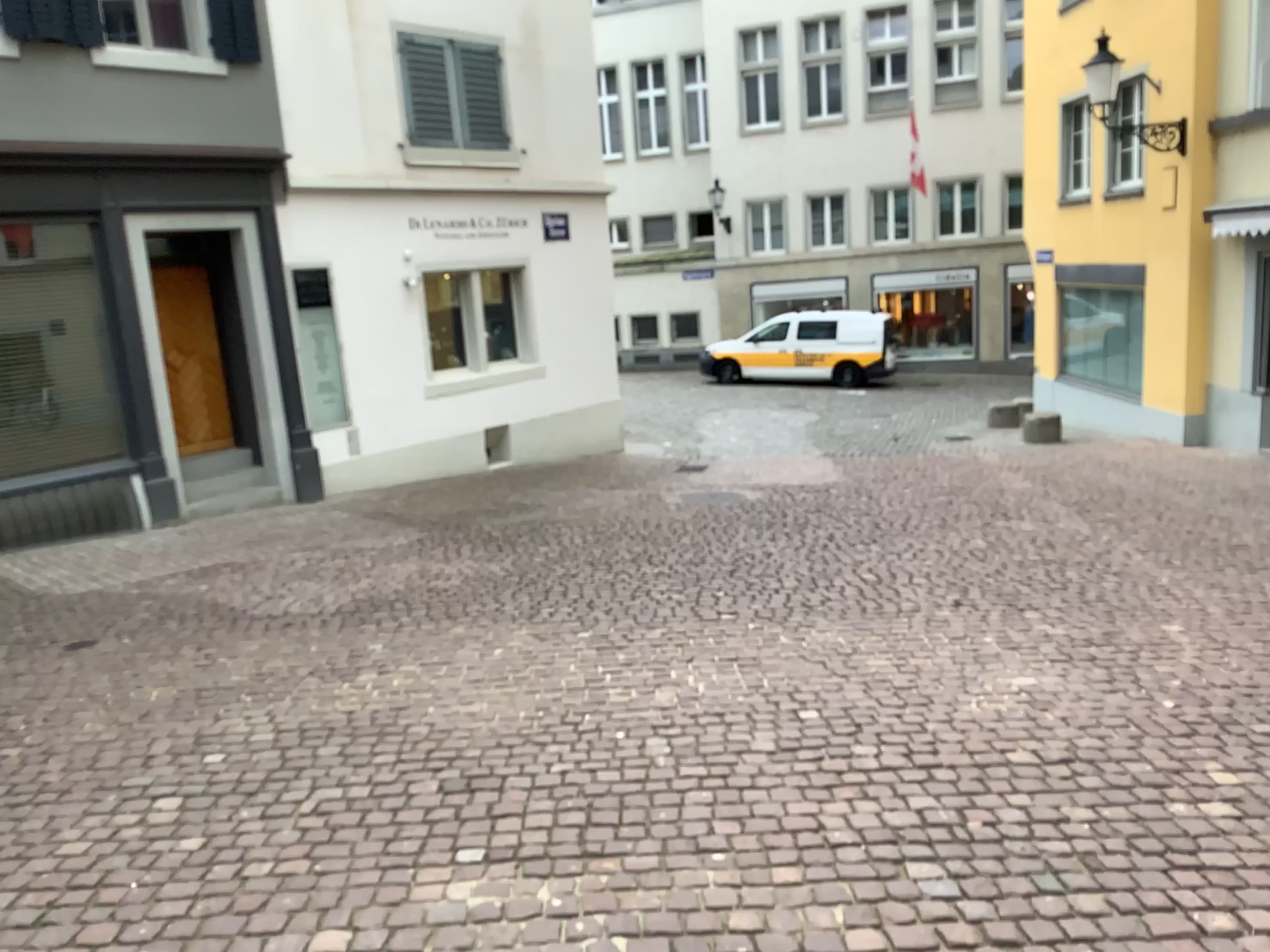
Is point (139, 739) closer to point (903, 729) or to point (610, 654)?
point (610, 654)
